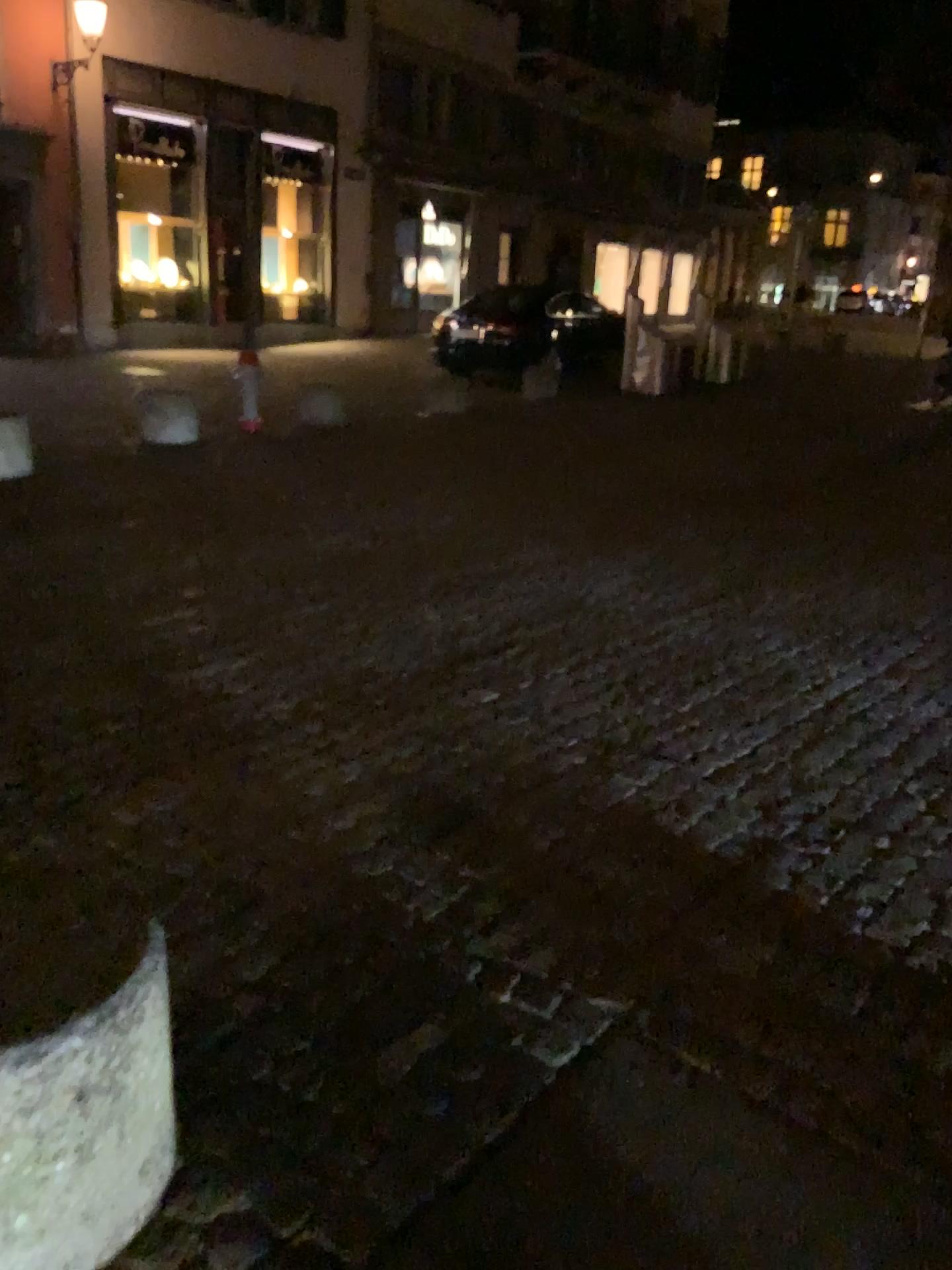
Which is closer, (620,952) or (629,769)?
(620,952)
